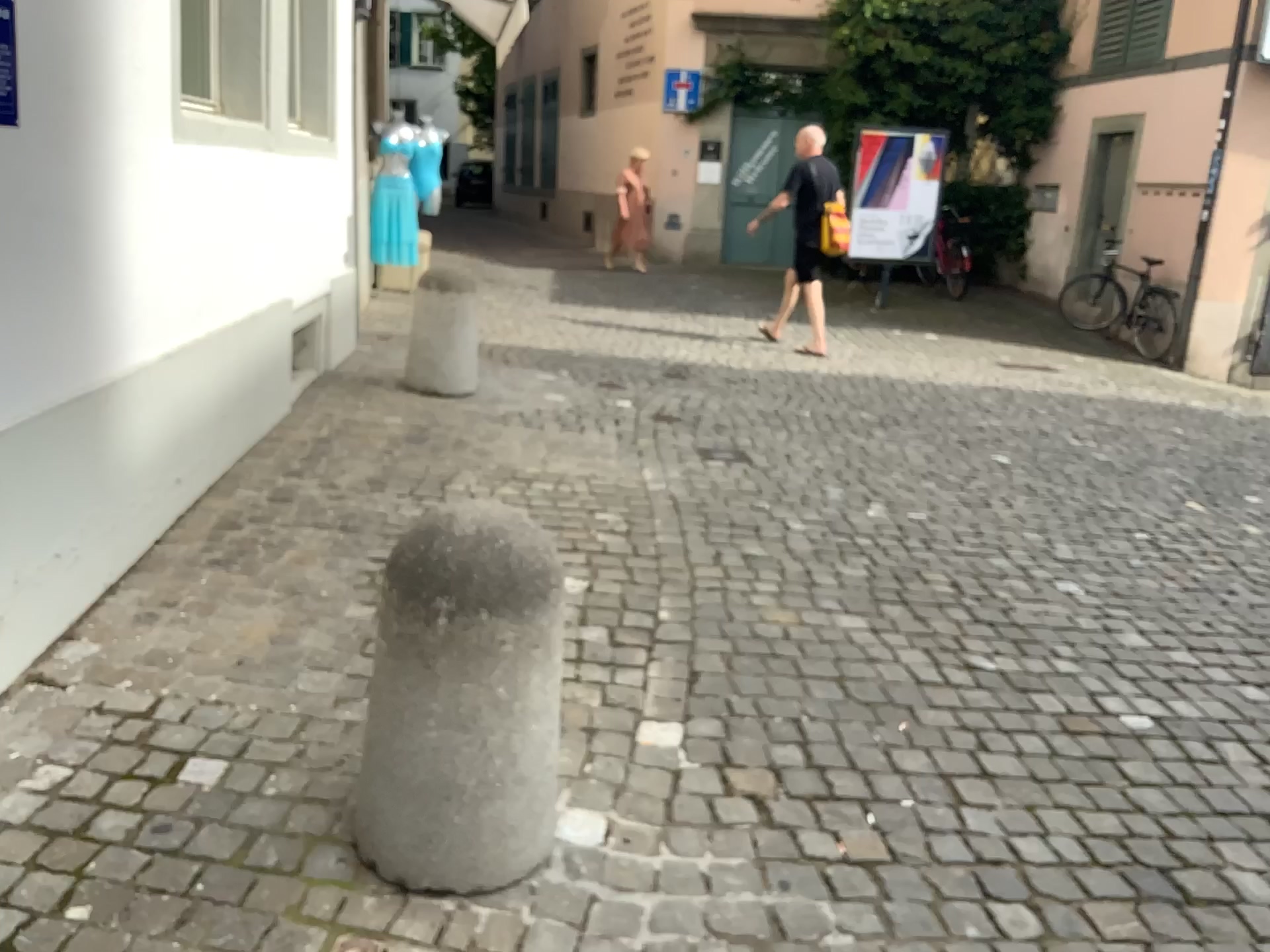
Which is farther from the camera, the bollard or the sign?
the sign

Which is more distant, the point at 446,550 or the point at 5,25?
the point at 5,25

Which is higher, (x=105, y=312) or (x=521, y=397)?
(x=105, y=312)

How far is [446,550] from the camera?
1.9 meters

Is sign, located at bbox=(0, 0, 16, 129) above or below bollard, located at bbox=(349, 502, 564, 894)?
above

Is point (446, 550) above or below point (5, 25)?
below

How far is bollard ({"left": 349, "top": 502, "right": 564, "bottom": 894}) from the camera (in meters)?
1.86
